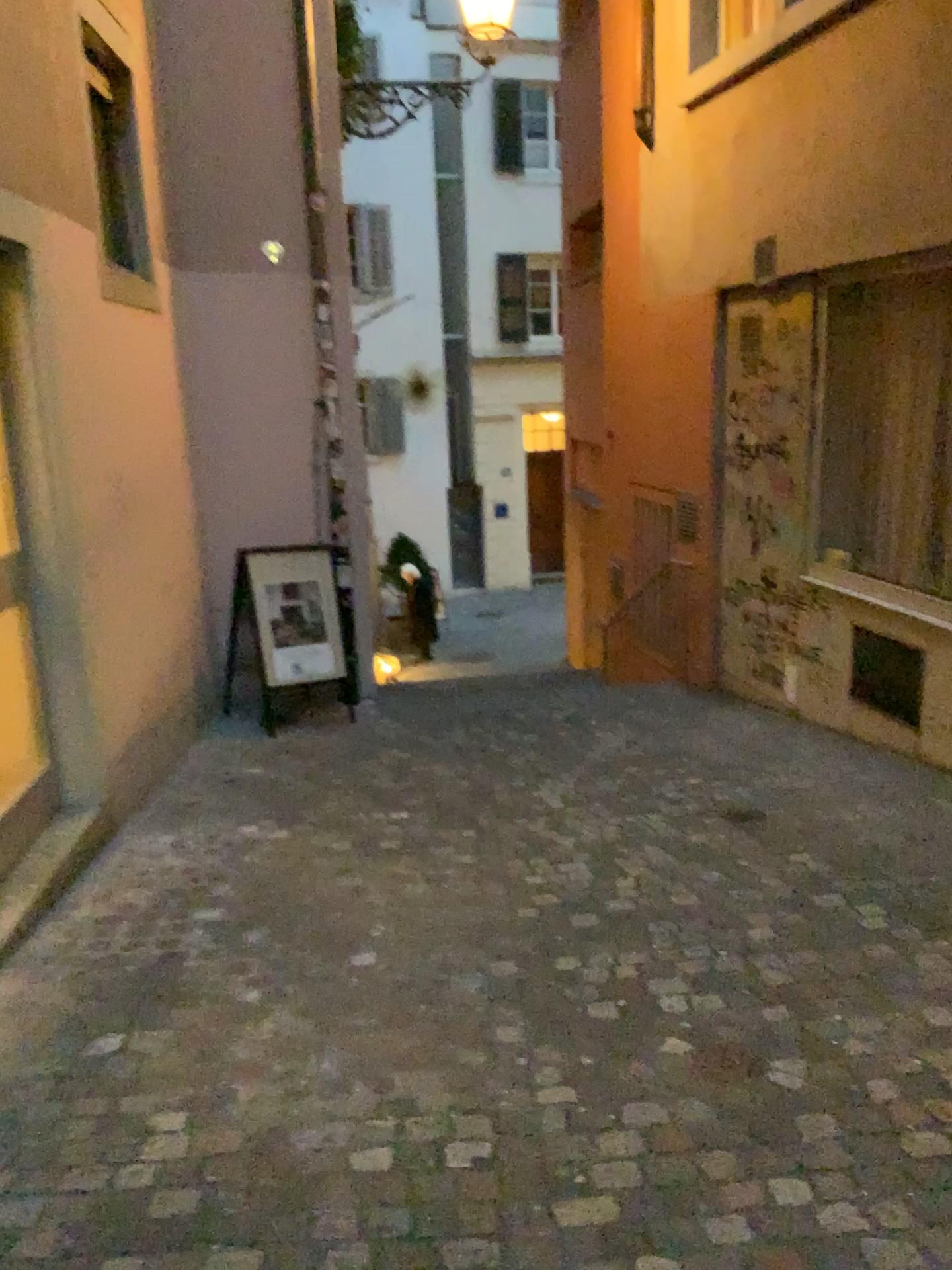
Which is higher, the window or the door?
the window

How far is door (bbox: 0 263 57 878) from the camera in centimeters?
393cm

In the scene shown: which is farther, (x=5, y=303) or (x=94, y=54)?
(x=94, y=54)

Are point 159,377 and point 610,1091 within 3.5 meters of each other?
no

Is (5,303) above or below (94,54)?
below

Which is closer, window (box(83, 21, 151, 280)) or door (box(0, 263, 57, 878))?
door (box(0, 263, 57, 878))

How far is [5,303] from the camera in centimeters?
393cm
